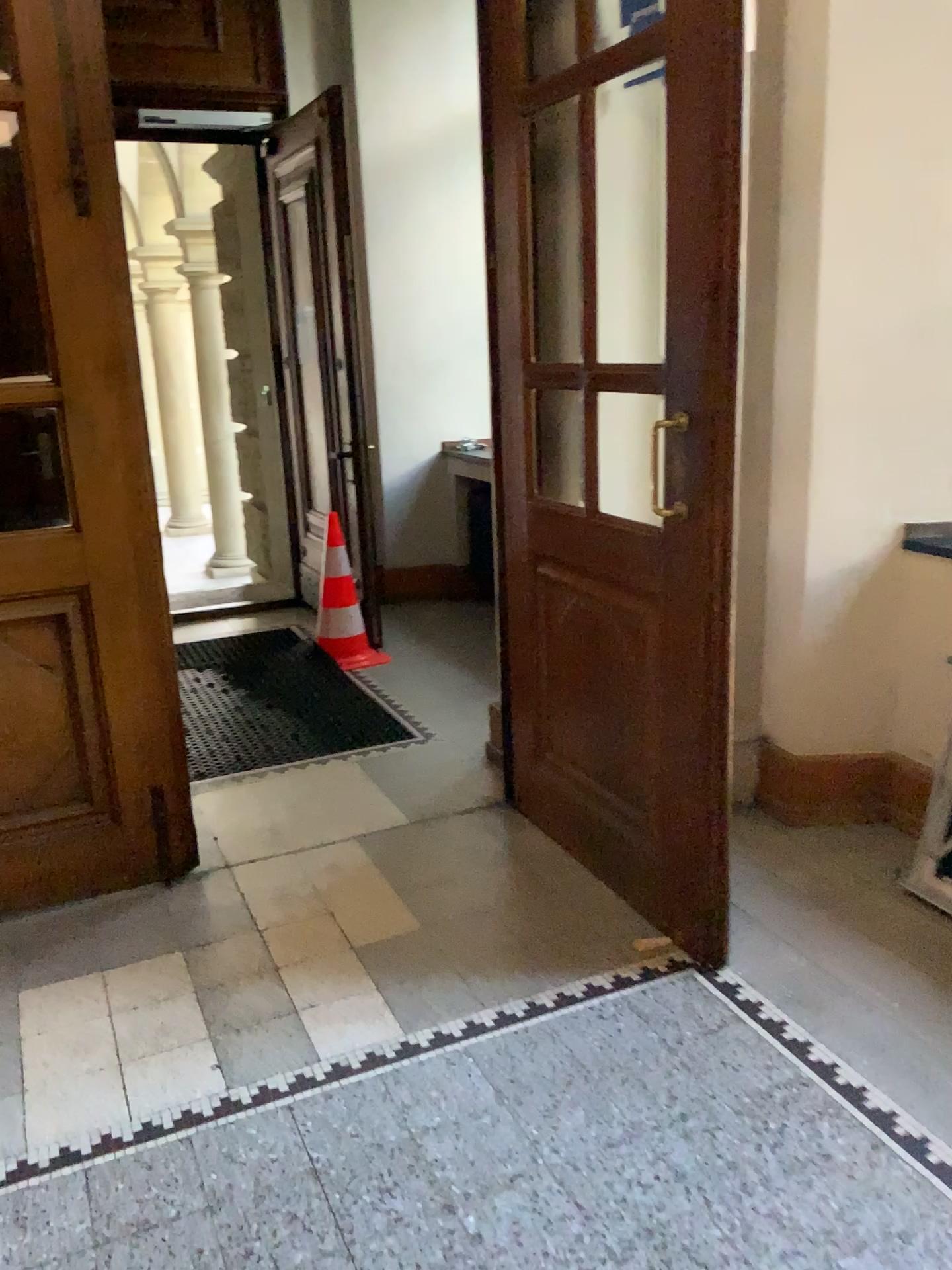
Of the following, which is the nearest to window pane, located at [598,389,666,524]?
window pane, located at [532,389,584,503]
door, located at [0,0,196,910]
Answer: window pane, located at [532,389,584,503]

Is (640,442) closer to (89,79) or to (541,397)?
(541,397)

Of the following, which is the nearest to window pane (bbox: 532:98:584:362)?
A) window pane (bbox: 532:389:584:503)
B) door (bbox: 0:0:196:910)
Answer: window pane (bbox: 532:389:584:503)

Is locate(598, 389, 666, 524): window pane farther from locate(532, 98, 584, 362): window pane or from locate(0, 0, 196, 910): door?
locate(0, 0, 196, 910): door

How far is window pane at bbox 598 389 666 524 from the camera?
3.2m

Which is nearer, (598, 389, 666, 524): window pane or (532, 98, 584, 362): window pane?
(532, 98, 584, 362): window pane

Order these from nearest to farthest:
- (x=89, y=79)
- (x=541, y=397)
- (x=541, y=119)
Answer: (x=89, y=79) < (x=541, y=119) < (x=541, y=397)

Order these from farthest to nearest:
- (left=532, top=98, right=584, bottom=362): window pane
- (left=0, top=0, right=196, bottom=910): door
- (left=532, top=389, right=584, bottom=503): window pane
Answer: (left=532, top=389, right=584, bottom=503): window pane
(left=532, top=98, right=584, bottom=362): window pane
(left=0, top=0, right=196, bottom=910): door

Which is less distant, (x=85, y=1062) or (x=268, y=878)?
(x=85, y=1062)

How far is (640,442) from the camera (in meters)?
3.18
